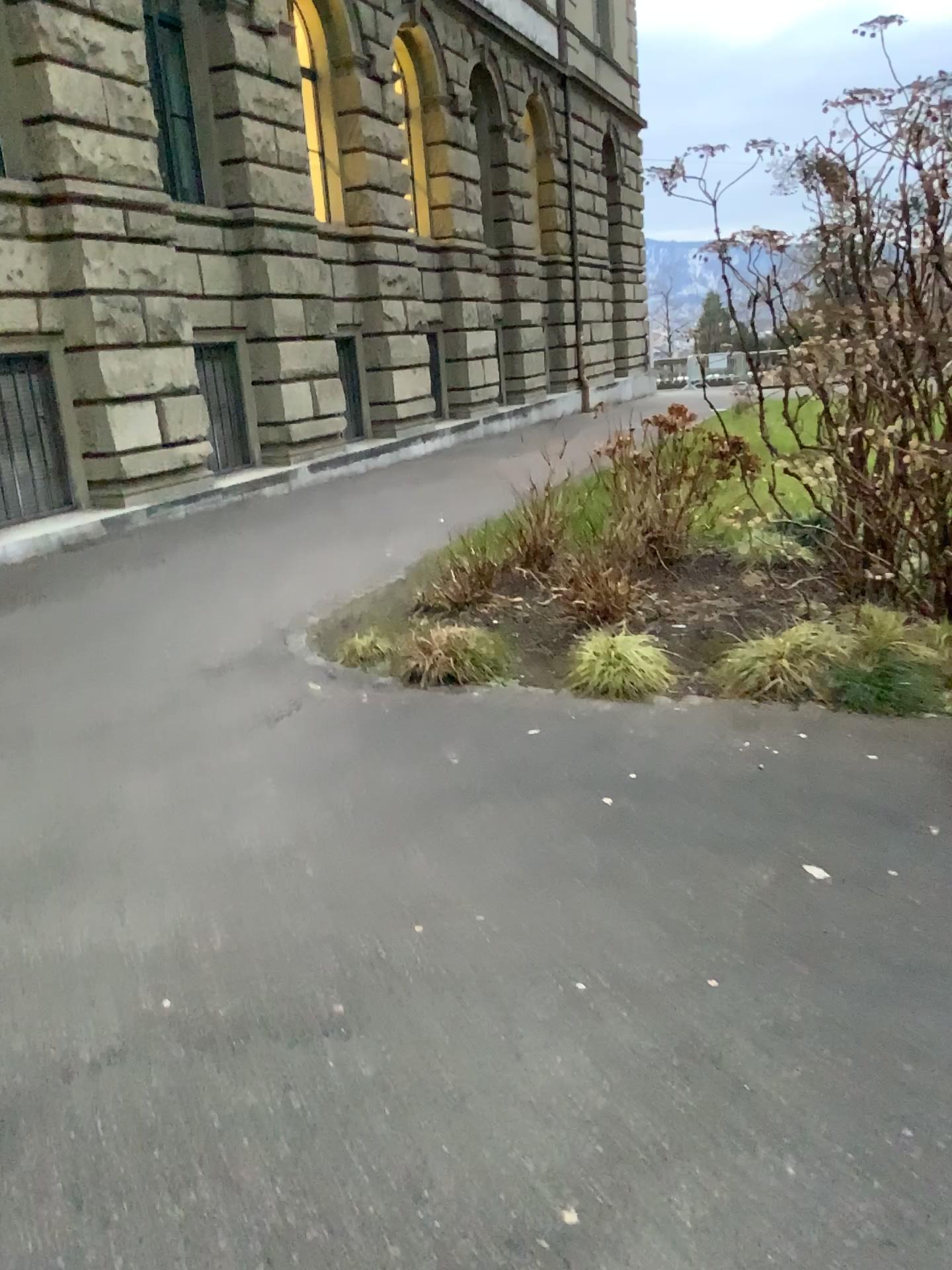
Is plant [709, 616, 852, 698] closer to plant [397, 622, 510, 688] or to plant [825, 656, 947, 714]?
plant [825, 656, 947, 714]

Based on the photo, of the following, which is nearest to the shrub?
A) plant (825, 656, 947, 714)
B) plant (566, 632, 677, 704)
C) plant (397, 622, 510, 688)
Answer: plant (566, 632, 677, 704)

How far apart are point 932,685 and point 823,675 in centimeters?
44cm

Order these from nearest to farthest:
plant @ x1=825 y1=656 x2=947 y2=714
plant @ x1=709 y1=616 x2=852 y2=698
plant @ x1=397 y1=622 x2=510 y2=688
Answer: plant @ x1=825 y1=656 x2=947 y2=714, plant @ x1=709 y1=616 x2=852 y2=698, plant @ x1=397 y1=622 x2=510 y2=688

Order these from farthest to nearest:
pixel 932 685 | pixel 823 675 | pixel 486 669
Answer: pixel 486 669 < pixel 823 675 < pixel 932 685

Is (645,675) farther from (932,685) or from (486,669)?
(932,685)

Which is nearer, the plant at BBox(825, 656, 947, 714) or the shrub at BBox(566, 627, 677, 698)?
the plant at BBox(825, 656, 947, 714)

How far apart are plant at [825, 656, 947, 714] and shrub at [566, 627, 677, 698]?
0.72m

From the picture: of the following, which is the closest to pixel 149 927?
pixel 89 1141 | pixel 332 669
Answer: pixel 89 1141

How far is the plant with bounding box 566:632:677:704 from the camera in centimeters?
463cm
